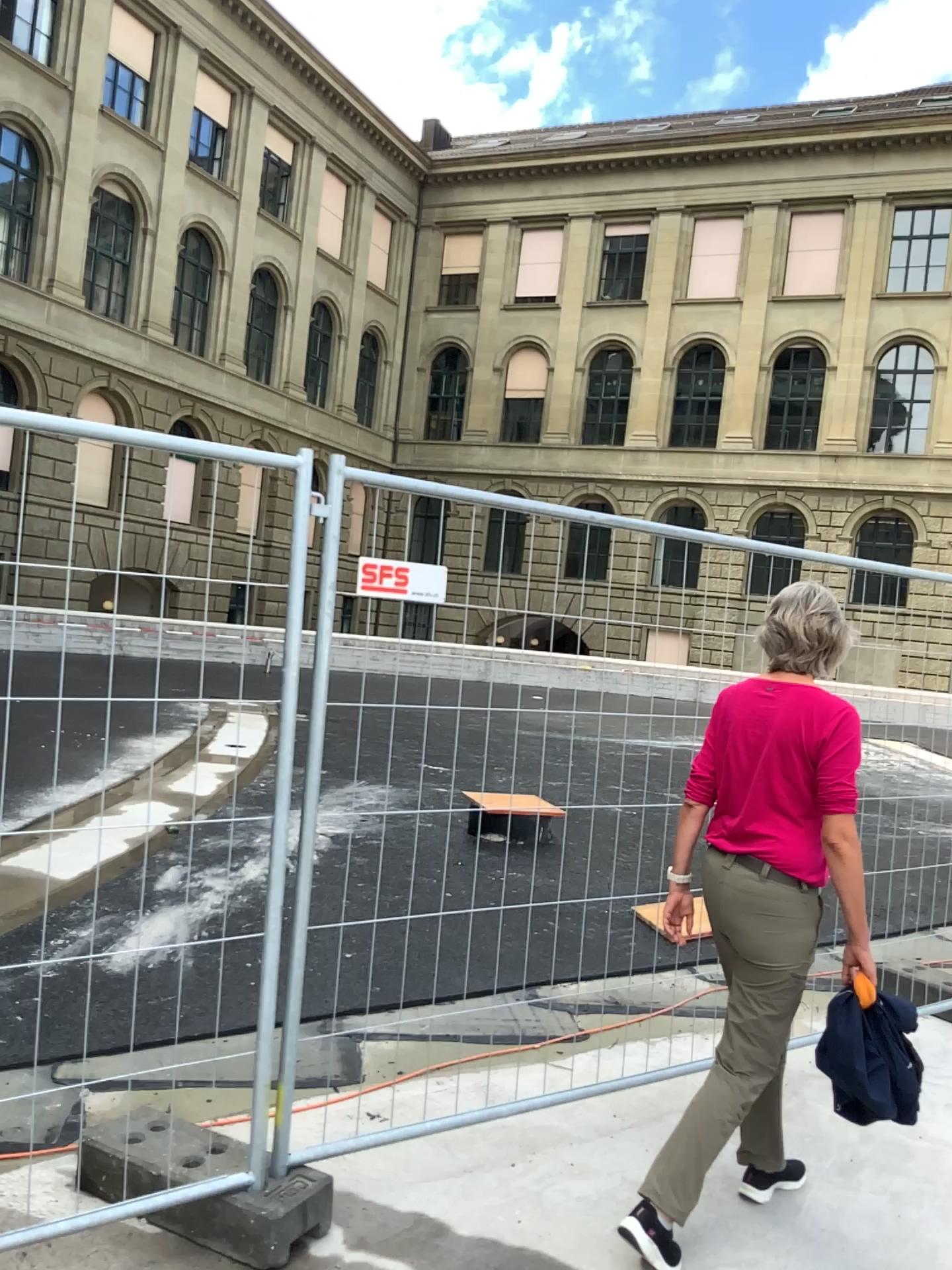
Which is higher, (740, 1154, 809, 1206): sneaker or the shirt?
the shirt

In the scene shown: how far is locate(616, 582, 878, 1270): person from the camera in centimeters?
270cm

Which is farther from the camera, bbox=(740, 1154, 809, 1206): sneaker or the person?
bbox=(740, 1154, 809, 1206): sneaker

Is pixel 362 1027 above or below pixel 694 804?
below

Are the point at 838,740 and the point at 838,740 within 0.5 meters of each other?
yes

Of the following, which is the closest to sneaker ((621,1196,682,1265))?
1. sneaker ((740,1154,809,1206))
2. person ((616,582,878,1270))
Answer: person ((616,582,878,1270))

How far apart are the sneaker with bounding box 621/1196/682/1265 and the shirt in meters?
0.9 m

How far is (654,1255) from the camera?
2.60m

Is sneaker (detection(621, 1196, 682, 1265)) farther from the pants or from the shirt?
the shirt

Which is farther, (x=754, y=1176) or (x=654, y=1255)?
(x=754, y=1176)
